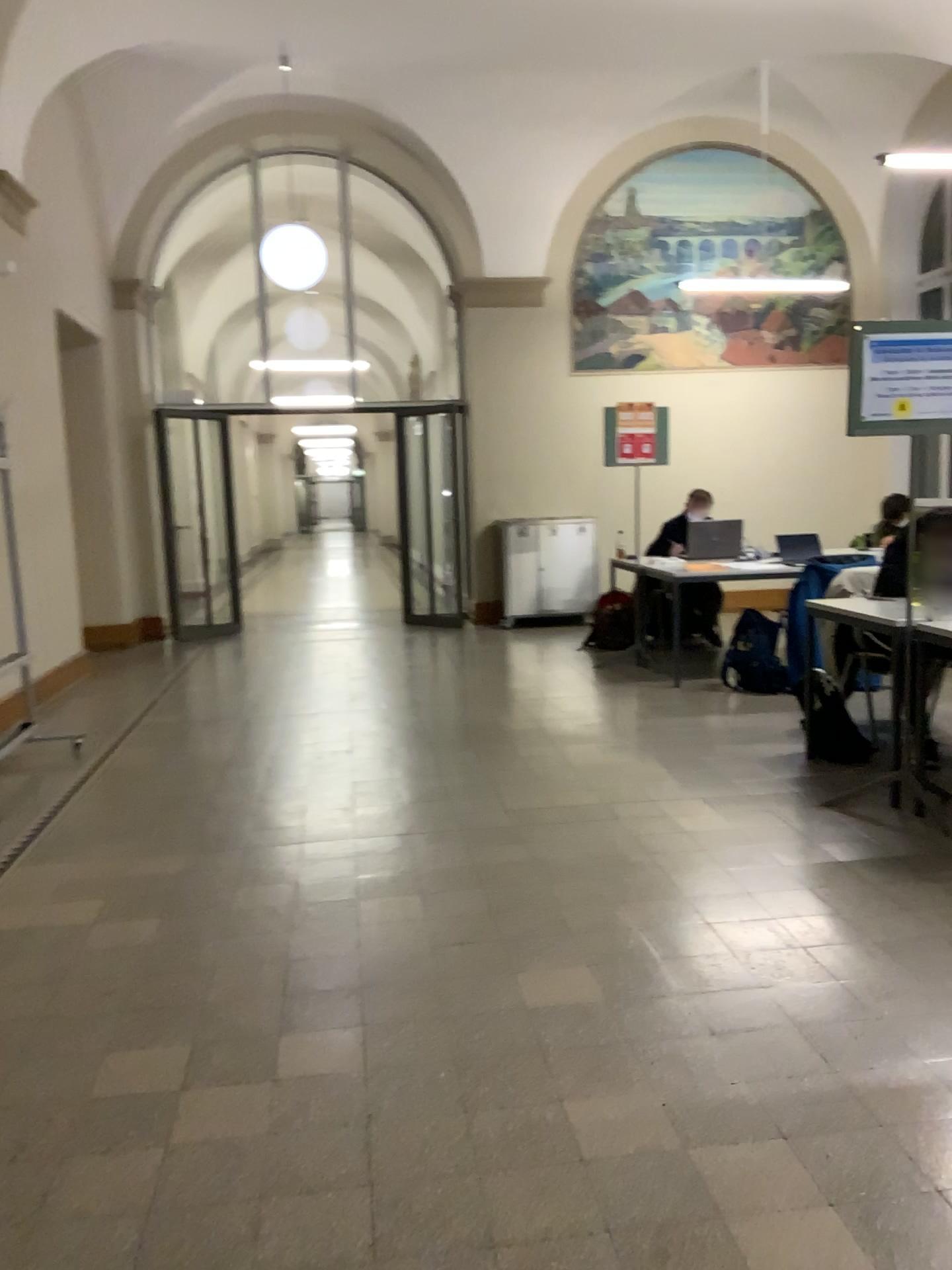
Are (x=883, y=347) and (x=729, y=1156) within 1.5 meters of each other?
no
